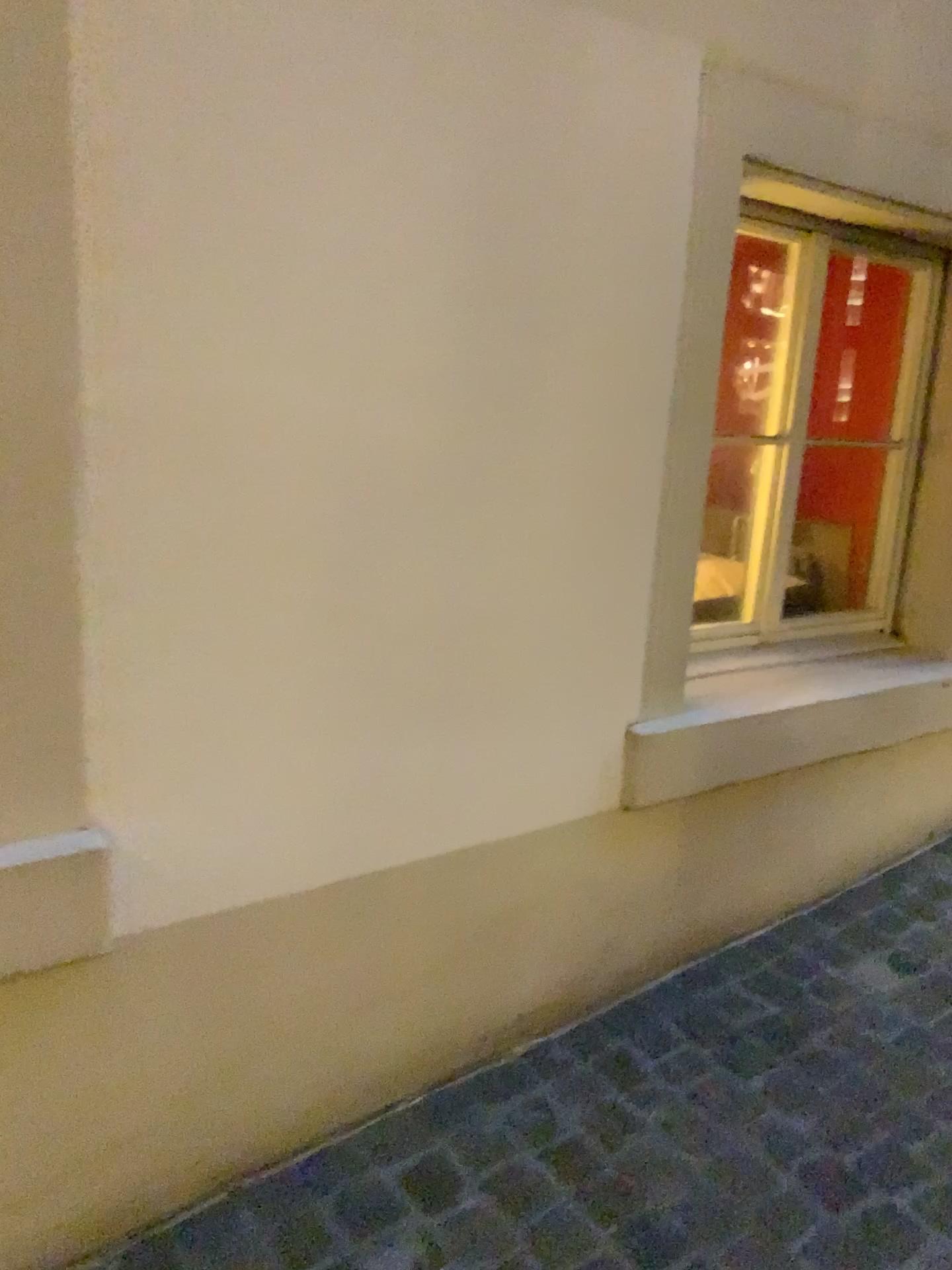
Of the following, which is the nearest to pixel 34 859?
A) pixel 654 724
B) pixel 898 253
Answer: pixel 654 724

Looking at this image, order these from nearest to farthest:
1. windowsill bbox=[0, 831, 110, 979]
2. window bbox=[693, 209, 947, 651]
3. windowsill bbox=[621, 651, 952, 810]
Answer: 1. windowsill bbox=[0, 831, 110, 979]
2. windowsill bbox=[621, 651, 952, 810]
3. window bbox=[693, 209, 947, 651]

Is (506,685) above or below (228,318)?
below

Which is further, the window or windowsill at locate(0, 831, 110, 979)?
the window

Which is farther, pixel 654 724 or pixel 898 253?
pixel 898 253

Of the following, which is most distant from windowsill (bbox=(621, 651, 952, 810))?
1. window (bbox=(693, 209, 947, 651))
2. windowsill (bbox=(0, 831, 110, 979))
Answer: windowsill (bbox=(0, 831, 110, 979))

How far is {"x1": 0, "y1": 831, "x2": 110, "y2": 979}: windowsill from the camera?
1.3 meters

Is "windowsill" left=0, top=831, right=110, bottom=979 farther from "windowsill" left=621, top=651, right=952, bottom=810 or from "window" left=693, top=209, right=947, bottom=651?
"window" left=693, top=209, right=947, bottom=651

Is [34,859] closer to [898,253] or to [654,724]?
[654,724]

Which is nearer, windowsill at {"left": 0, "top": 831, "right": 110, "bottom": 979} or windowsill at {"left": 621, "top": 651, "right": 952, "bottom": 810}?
windowsill at {"left": 0, "top": 831, "right": 110, "bottom": 979}
